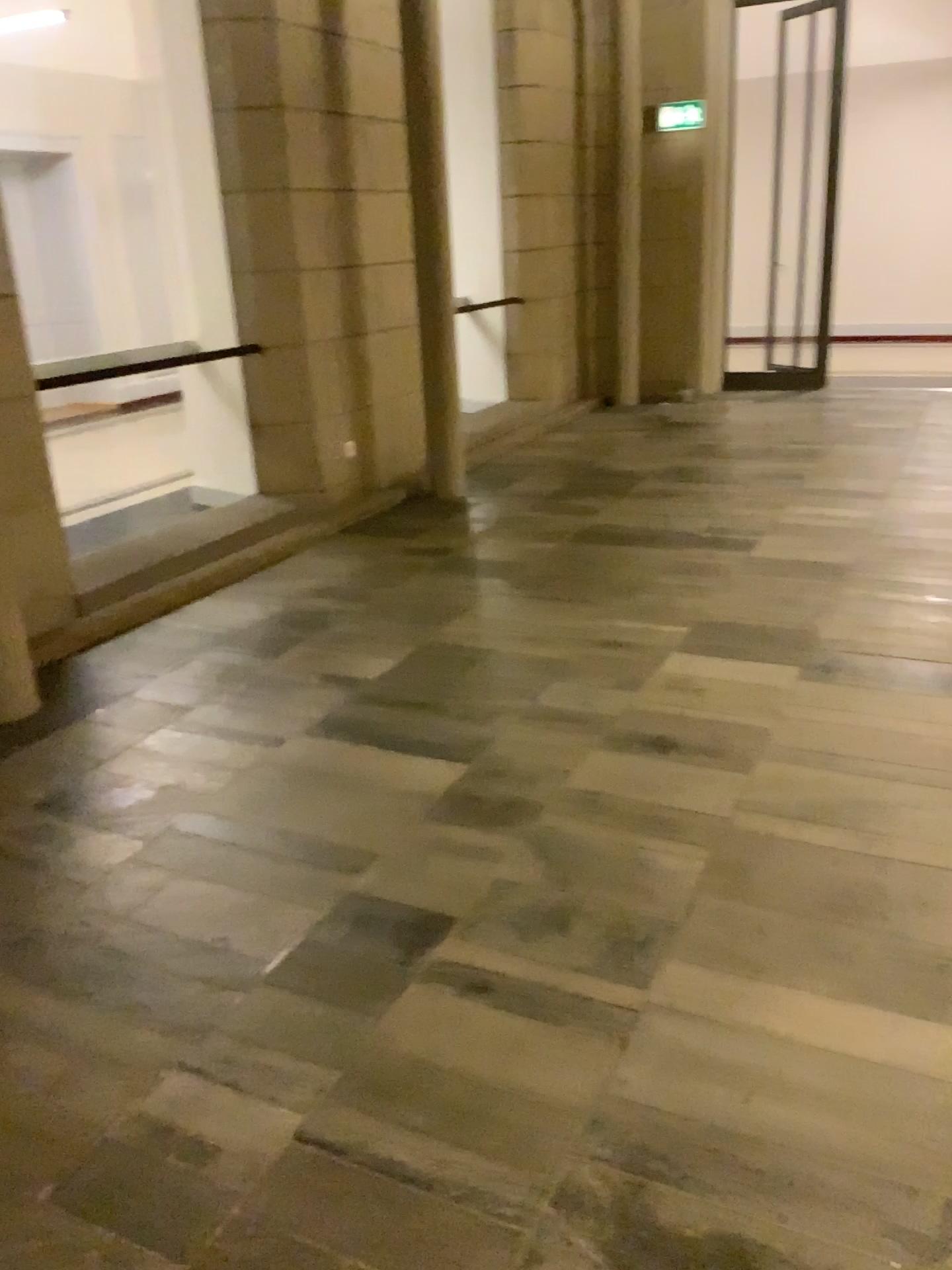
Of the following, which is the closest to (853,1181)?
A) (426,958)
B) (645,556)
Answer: (426,958)
